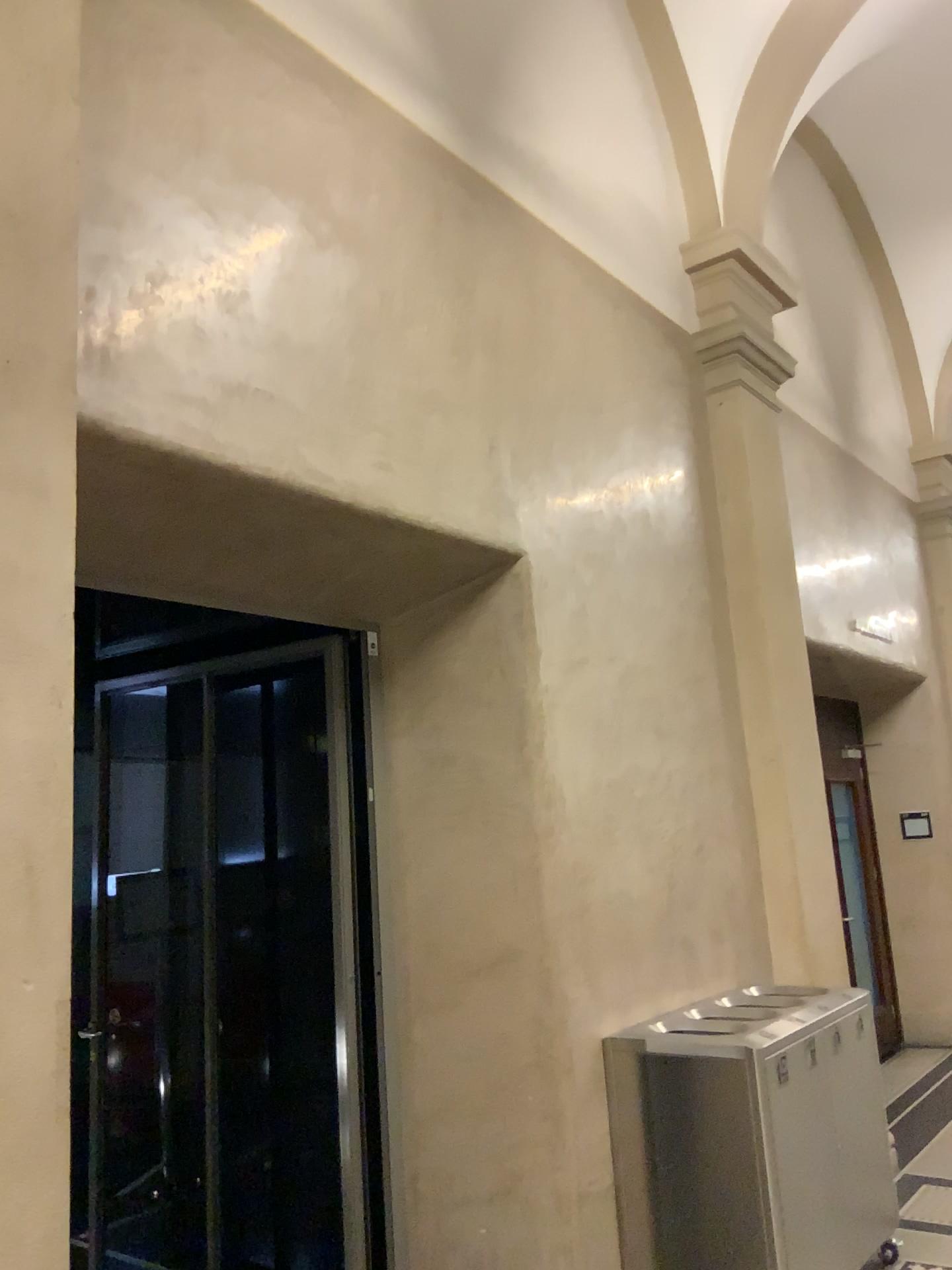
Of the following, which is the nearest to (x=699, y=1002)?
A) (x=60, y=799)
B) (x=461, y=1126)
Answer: (x=461, y=1126)

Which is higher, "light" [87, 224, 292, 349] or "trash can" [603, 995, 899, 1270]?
"light" [87, 224, 292, 349]

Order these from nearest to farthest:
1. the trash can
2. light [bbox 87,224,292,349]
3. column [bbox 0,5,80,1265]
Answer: column [bbox 0,5,80,1265], light [bbox 87,224,292,349], the trash can

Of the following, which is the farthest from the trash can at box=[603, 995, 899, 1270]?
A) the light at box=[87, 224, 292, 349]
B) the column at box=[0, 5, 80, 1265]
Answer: the light at box=[87, 224, 292, 349]

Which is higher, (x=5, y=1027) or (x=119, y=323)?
(x=119, y=323)

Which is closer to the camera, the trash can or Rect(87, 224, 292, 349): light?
Rect(87, 224, 292, 349): light

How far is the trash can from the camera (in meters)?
3.34

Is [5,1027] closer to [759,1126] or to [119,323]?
[119,323]

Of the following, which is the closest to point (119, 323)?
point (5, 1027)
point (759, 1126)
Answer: point (5, 1027)

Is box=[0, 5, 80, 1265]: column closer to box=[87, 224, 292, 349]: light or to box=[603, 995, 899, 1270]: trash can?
box=[87, 224, 292, 349]: light
